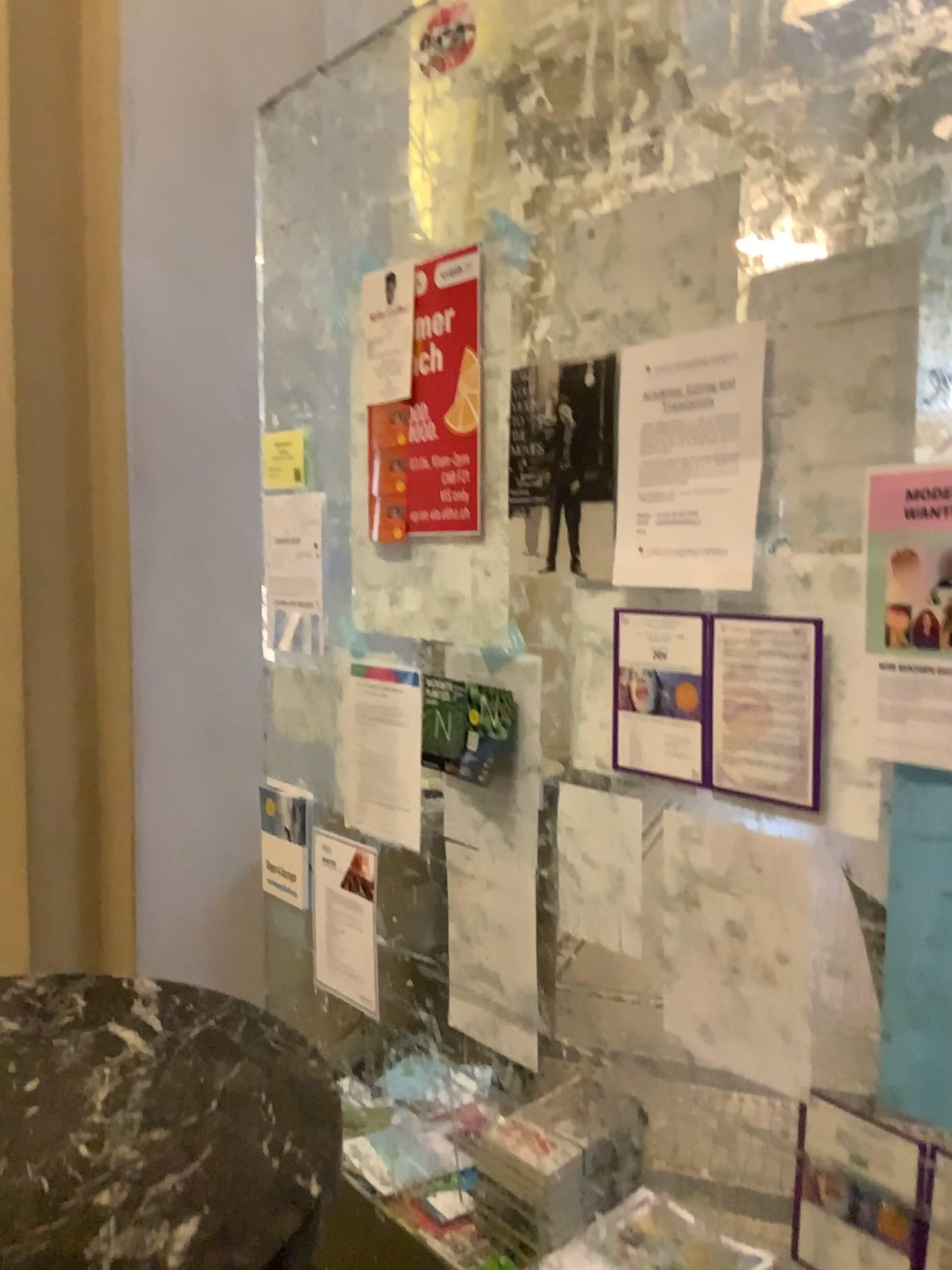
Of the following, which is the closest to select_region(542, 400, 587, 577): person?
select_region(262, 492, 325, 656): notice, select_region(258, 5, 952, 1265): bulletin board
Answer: select_region(258, 5, 952, 1265): bulletin board

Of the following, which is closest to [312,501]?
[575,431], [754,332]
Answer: [575,431]

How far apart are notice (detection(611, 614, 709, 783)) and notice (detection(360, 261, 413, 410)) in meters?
0.6

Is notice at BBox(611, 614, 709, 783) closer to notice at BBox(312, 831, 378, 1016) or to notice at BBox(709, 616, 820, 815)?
notice at BBox(709, 616, 820, 815)

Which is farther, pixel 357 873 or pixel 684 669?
pixel 357 873

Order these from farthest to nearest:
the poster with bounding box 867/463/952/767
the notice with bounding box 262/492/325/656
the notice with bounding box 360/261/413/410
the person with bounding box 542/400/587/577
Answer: the notice with bounding box 262/492/325/656, the notice with bounding box 360/261/413/410, the person with bounding box 542/400/587/577, the poster with bounding box 867/463/952/767

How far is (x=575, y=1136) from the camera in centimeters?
173cm

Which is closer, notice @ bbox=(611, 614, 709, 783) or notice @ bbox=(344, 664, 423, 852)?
notice @ bbox=(611, 614, 709, 783)

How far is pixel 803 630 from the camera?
1.2 meters

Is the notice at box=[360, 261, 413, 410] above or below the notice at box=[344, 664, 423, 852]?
above
